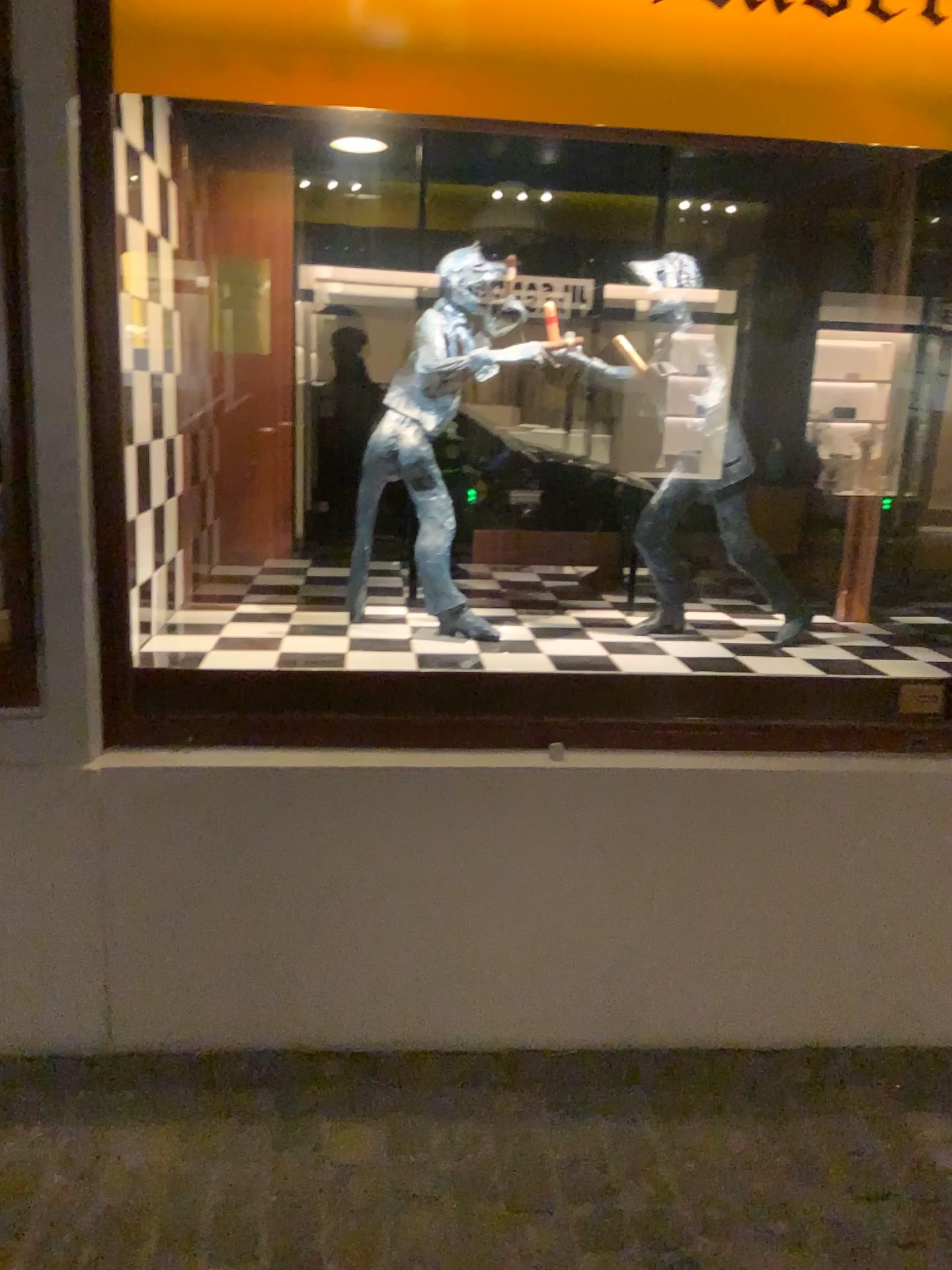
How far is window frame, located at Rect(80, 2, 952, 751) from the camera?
2.1 meters

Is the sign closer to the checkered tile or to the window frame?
Answer: the window frame

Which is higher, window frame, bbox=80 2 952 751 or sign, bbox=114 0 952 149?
sign, bbox=114 0 952 149

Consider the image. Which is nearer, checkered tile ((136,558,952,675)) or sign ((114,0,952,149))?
sign ((114,0,952,149))

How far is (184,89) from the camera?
1.9m

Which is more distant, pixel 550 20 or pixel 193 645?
pixel 193 645

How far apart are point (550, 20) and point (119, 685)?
1.5m

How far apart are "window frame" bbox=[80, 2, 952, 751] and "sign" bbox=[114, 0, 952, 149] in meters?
0.5 m

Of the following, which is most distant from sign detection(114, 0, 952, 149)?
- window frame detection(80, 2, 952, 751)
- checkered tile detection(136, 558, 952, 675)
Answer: checkered tile detection(136, 558, 952, 675)

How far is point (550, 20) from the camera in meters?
1.9
